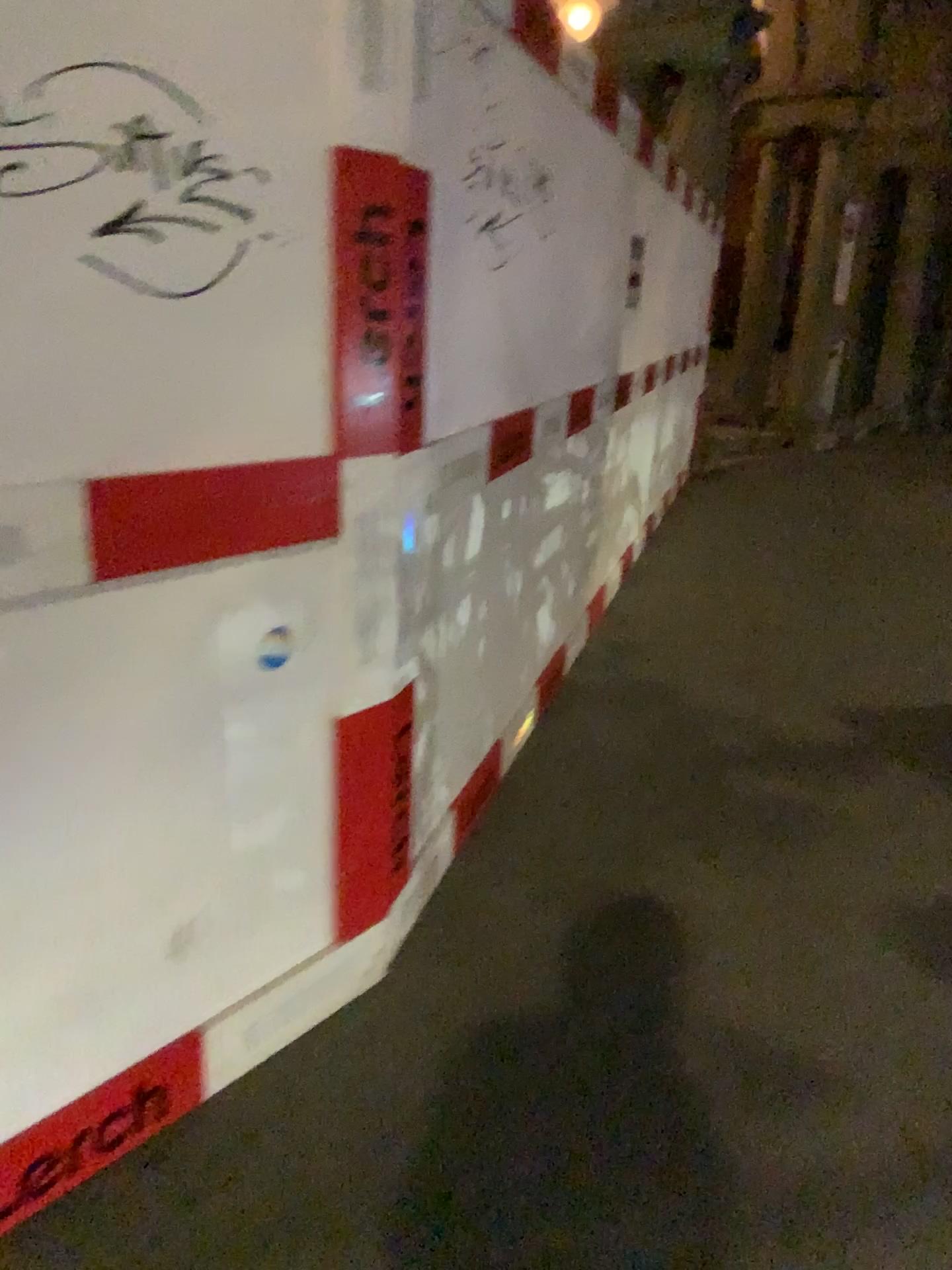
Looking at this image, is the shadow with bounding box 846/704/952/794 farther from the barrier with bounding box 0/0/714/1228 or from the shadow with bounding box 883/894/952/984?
the barrier with bounding box 0/0/714/1228

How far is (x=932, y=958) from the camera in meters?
2.4 m

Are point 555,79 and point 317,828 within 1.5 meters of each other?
no

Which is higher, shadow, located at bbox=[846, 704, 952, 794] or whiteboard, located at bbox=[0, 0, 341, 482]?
whiteboard, located at bbox=[0, 0, 341, 482]

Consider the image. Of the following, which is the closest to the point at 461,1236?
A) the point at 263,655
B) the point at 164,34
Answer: the point at 263,655

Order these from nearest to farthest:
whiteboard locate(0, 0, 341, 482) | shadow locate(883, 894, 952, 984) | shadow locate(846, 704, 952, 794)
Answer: whiteboard locate(0, 0, 341, 482), shadow locate(883, 894, 952, 984), shadow locate(846, 704, 952, 794)

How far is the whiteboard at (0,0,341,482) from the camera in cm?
136

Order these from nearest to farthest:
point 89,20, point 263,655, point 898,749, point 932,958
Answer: point 89,20
point 263,655
point 932,958
point 898,749

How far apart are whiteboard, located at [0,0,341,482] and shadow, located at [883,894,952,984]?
1.8m

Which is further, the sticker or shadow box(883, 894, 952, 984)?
shadow box(883, 894, 952, 984)
